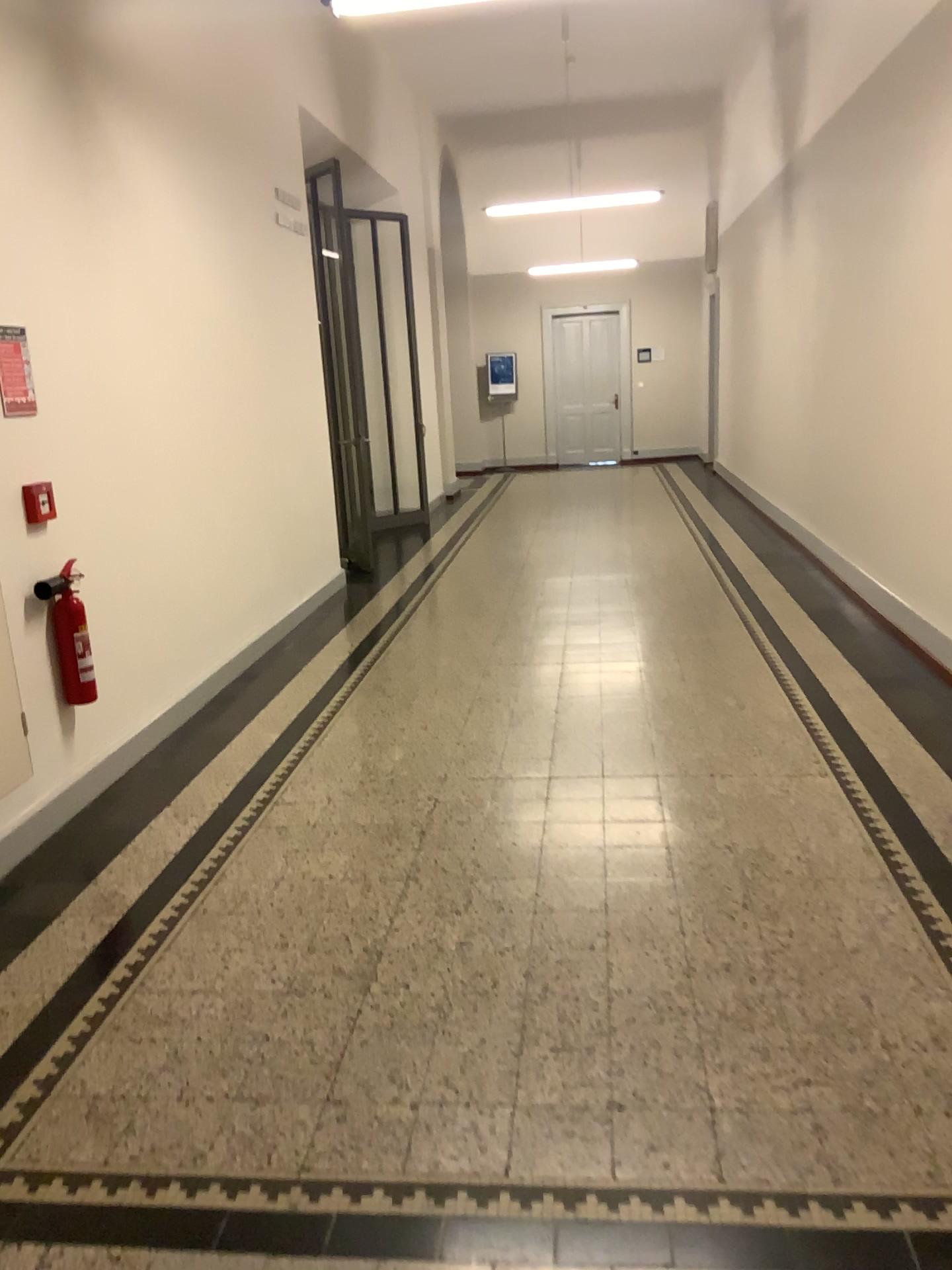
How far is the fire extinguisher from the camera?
3.81m

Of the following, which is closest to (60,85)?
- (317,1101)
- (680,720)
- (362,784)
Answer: (362,784)

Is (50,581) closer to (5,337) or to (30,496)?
(30,496)

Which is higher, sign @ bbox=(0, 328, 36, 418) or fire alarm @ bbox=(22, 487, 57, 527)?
sign @ bbox=(0, 328, 36, 418)

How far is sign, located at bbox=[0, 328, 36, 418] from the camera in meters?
3.6 m

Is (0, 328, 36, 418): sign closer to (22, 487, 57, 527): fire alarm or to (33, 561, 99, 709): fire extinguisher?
(22, 487, 57, 527): fire alarm

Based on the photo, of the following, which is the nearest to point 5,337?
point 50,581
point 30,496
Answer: point 30,496

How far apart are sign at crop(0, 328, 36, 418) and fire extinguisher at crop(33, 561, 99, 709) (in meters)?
0.60

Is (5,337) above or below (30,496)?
above

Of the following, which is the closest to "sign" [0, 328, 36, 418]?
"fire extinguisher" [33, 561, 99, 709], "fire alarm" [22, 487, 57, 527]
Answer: "fire alarm" [22, 487, 57, 527]
